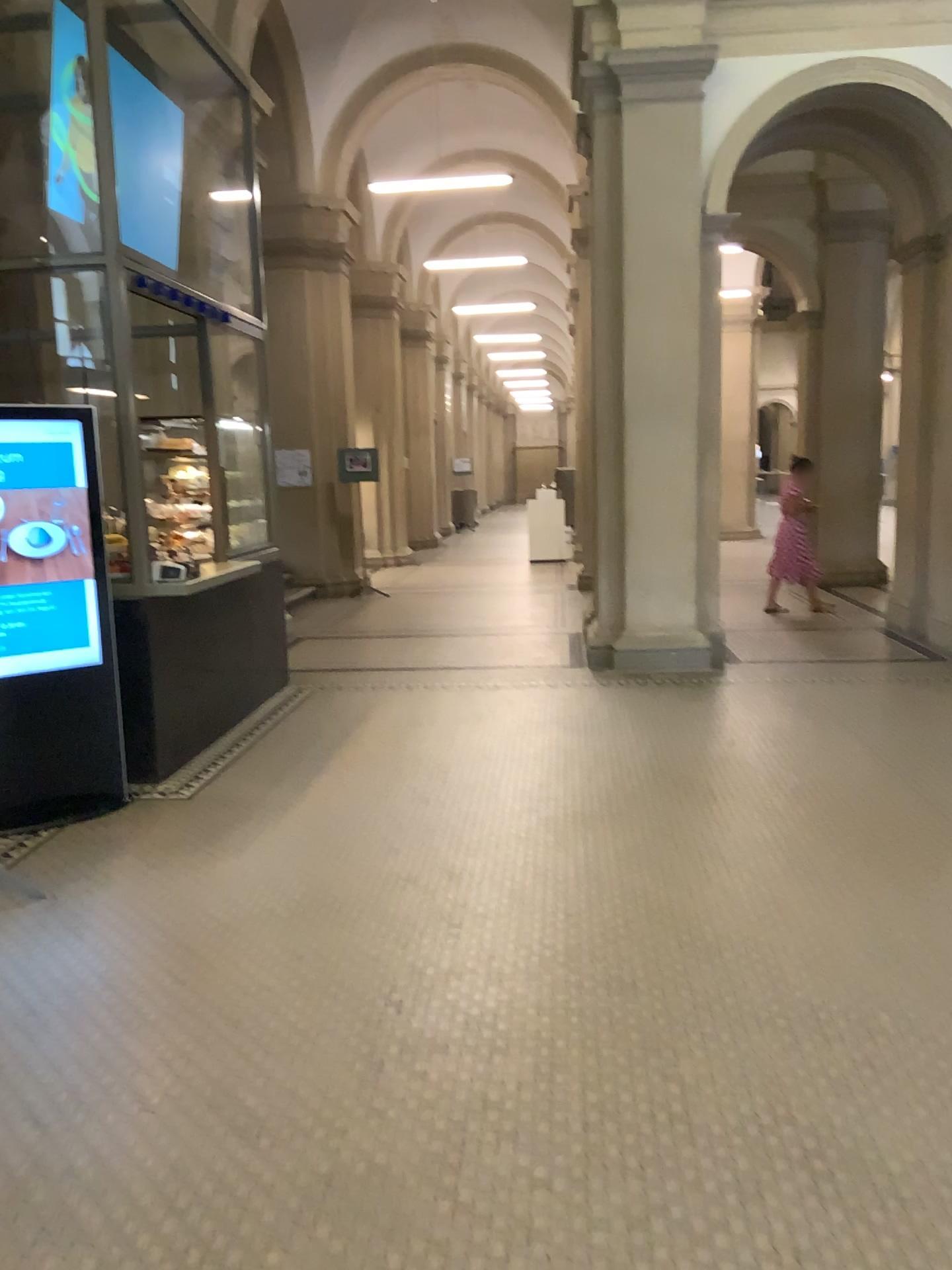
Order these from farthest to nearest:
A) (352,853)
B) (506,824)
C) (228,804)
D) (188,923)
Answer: (228,804), (506,824), (352,853), (188,923)
